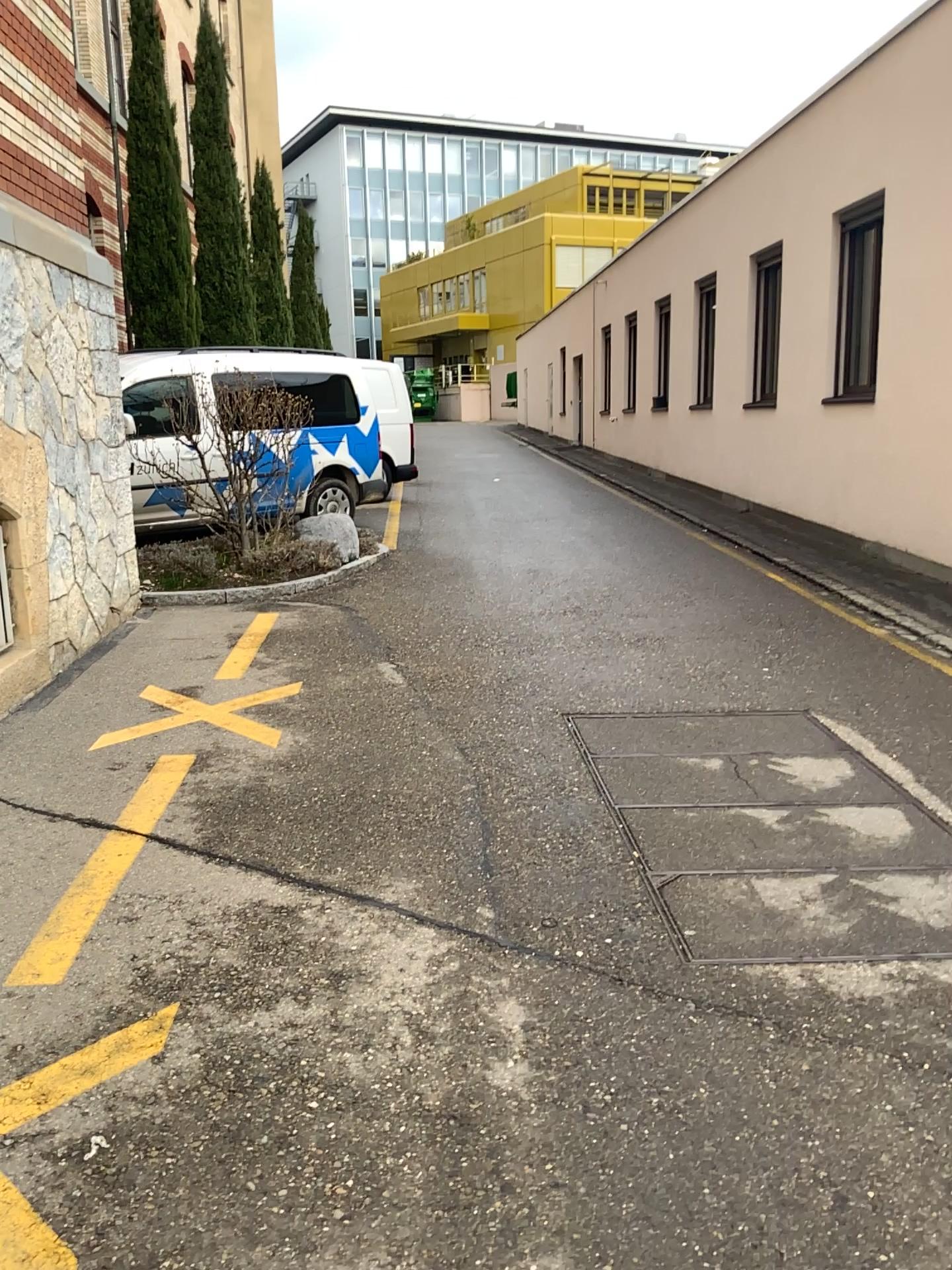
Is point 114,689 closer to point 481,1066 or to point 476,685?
point 476,685
